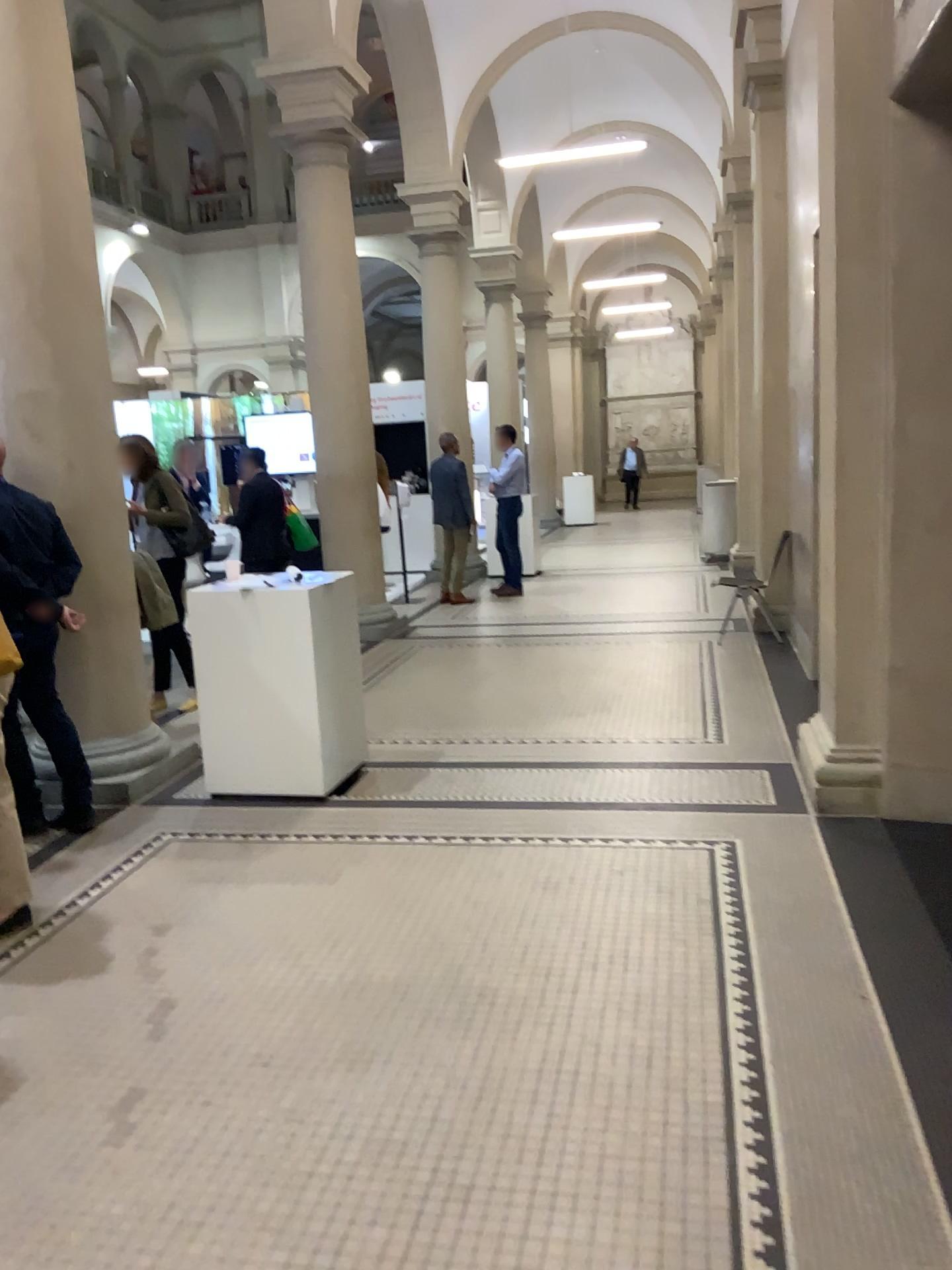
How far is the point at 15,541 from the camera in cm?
432

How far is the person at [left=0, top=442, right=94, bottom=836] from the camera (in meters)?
4.32

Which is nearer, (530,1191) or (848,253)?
(530,1191)
